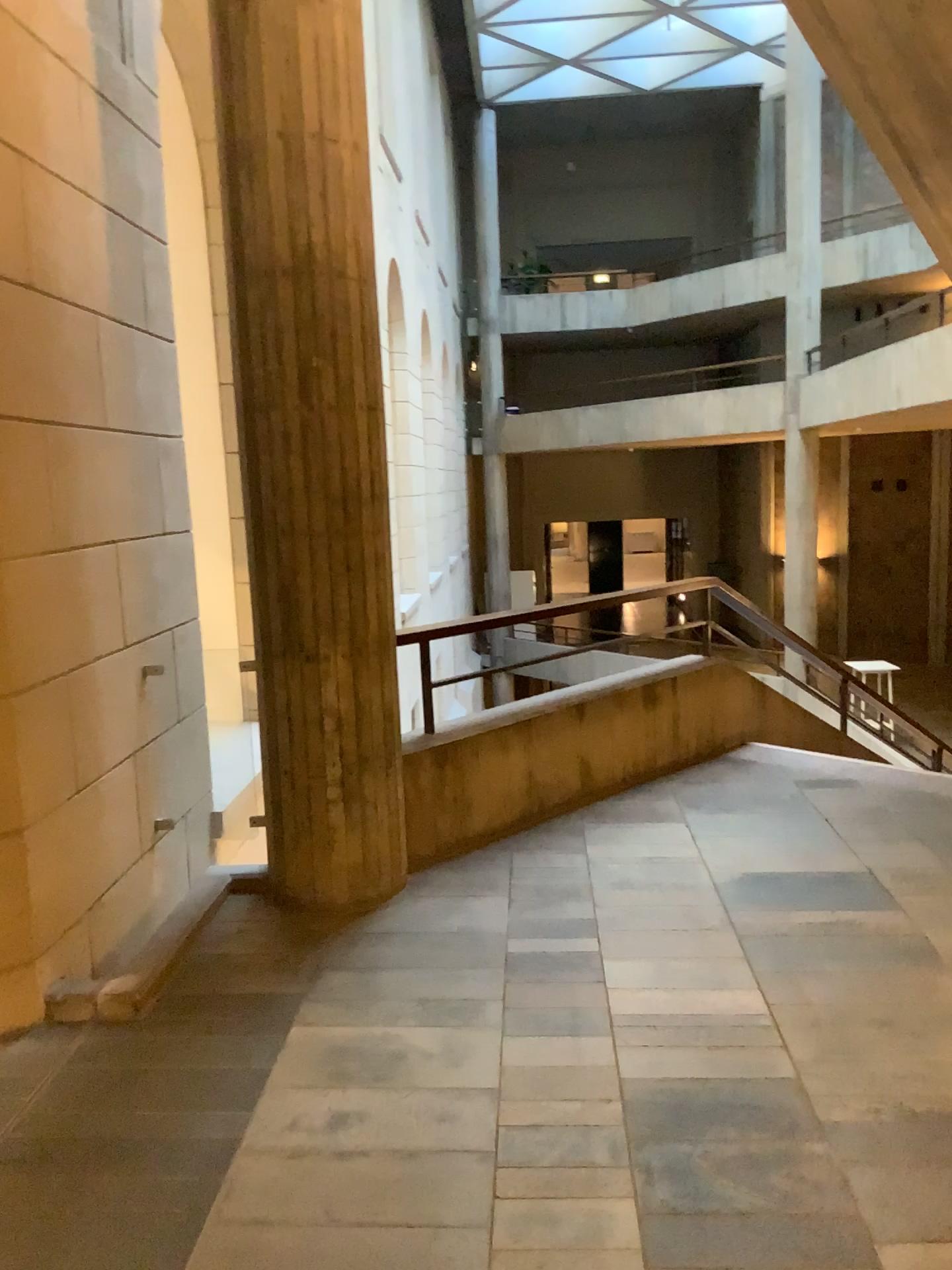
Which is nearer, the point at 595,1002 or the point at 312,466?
the point at 595,1002
